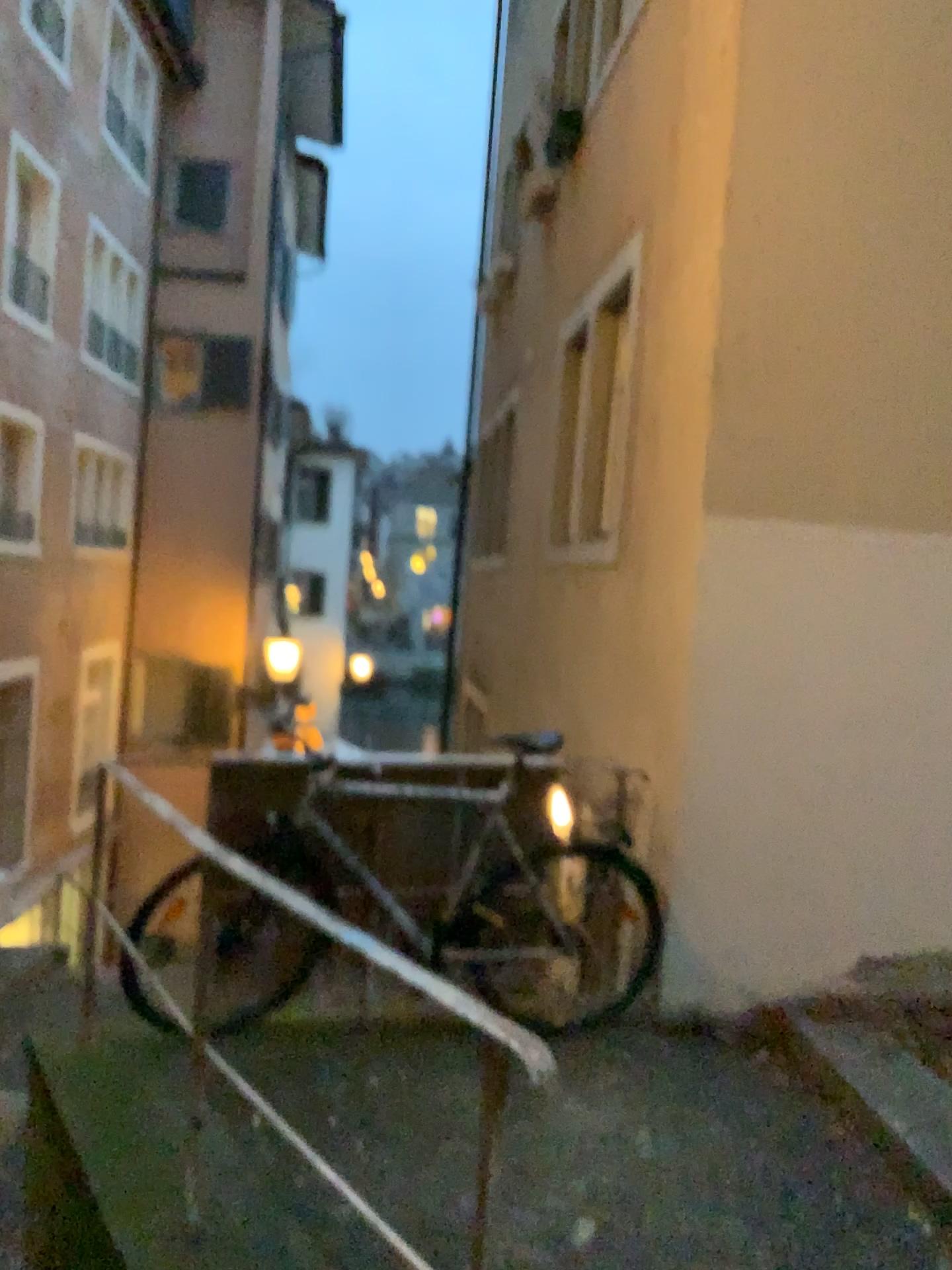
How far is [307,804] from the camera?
3.6 meters

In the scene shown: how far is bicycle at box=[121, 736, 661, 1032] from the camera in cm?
356

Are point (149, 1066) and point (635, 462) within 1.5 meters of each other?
no
